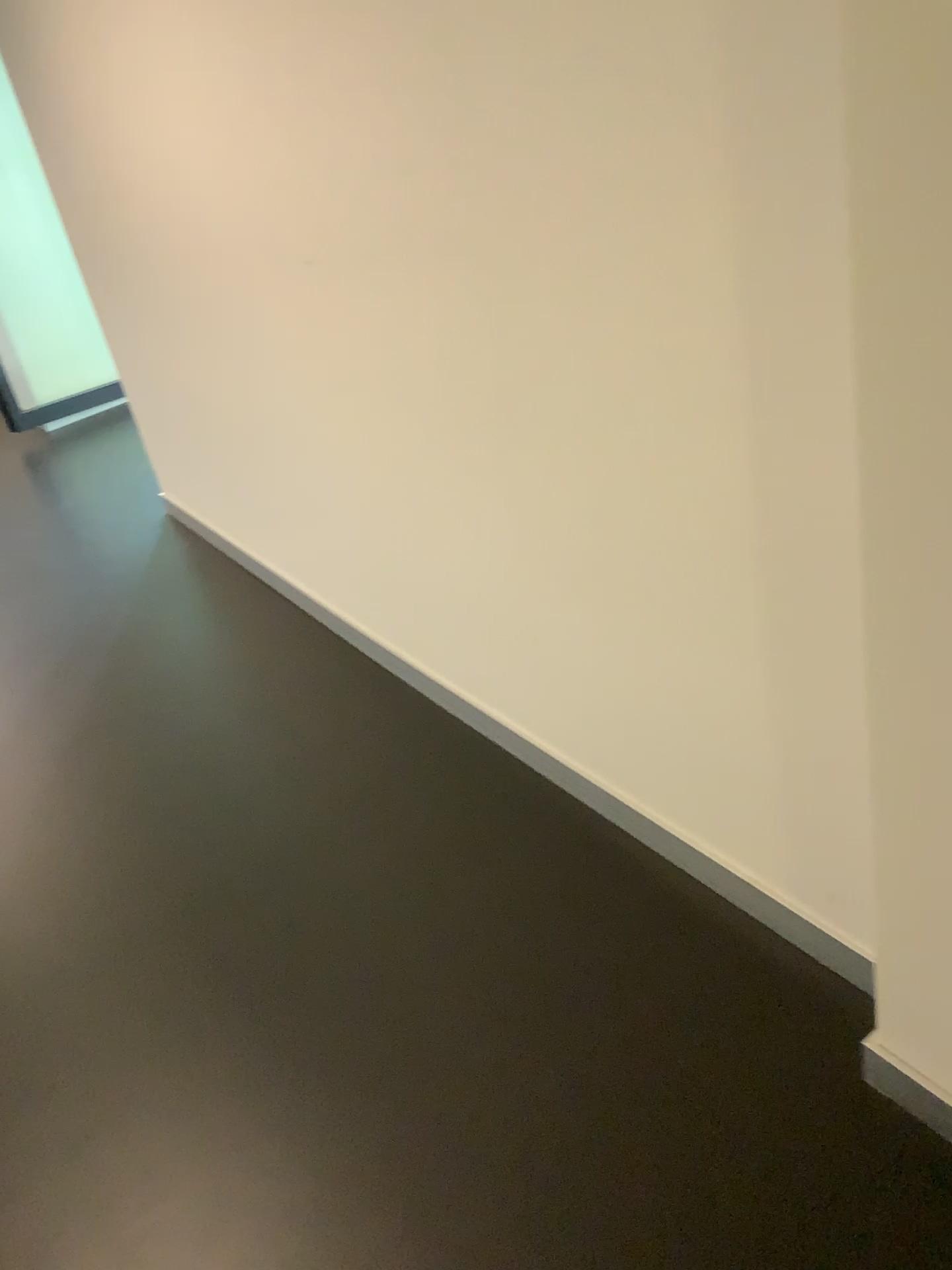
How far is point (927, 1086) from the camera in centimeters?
138cm

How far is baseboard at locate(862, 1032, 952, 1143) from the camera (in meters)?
1.38

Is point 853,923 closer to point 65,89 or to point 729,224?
point 729,224
